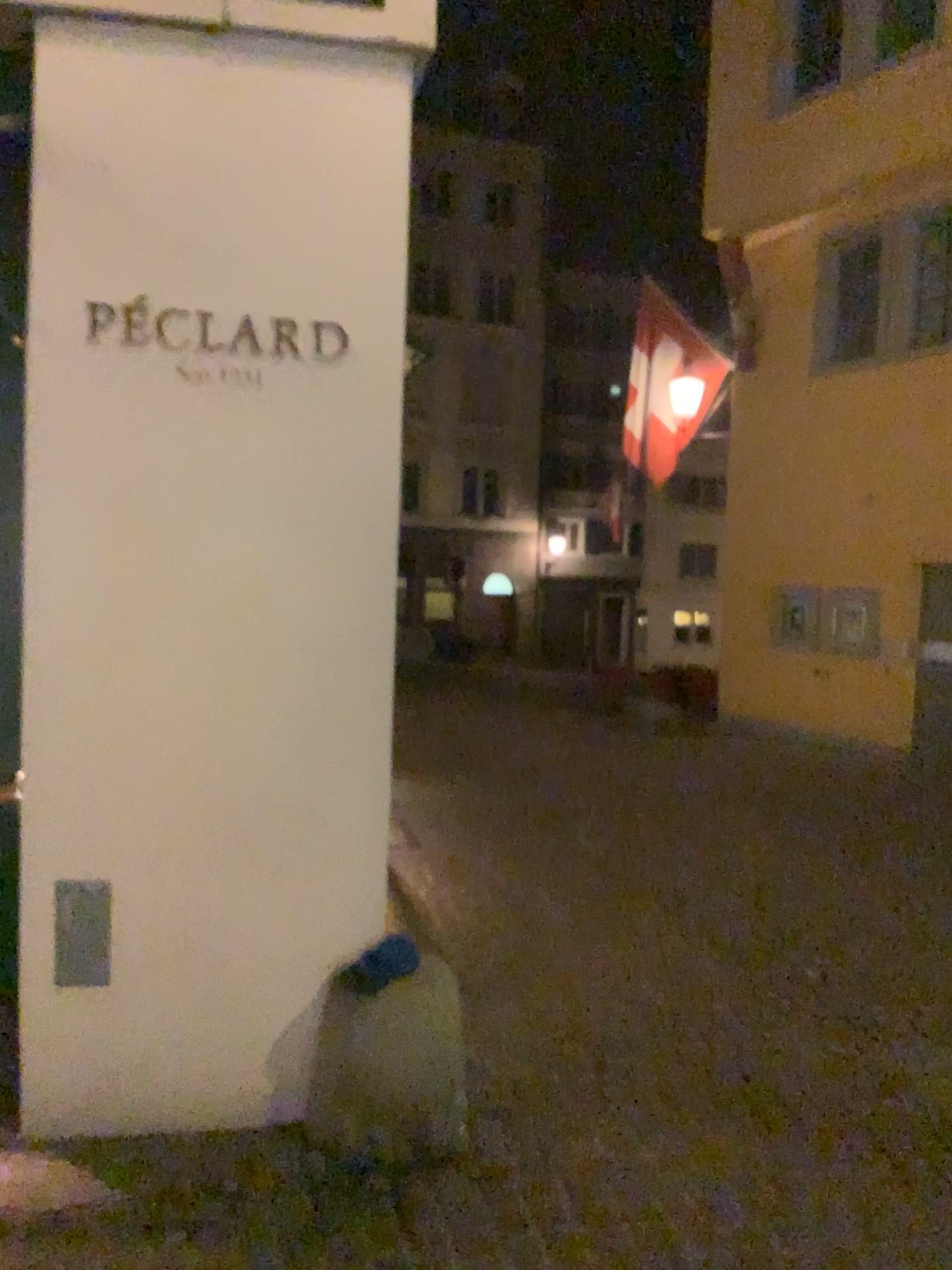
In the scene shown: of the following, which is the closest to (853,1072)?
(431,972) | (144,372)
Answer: (431,972)
